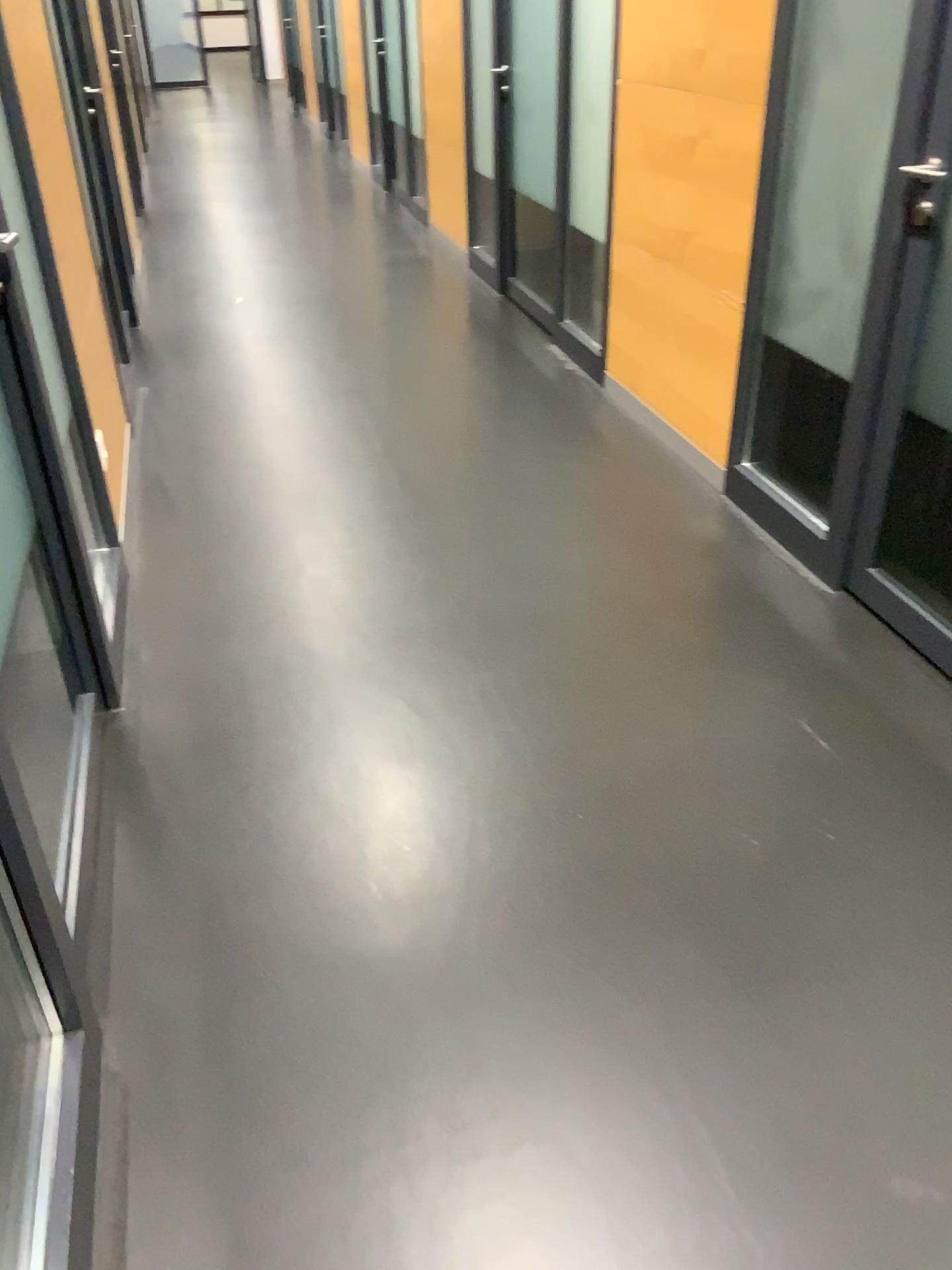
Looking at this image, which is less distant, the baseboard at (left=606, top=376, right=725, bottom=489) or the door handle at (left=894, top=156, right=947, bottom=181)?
the door handle at (left=894, top=156, right=947, bottom=181)

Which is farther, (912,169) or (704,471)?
(704,471)

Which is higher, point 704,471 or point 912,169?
point 912,169

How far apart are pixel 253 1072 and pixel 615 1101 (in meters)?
0.53

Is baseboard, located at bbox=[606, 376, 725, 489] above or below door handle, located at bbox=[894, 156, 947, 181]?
below
